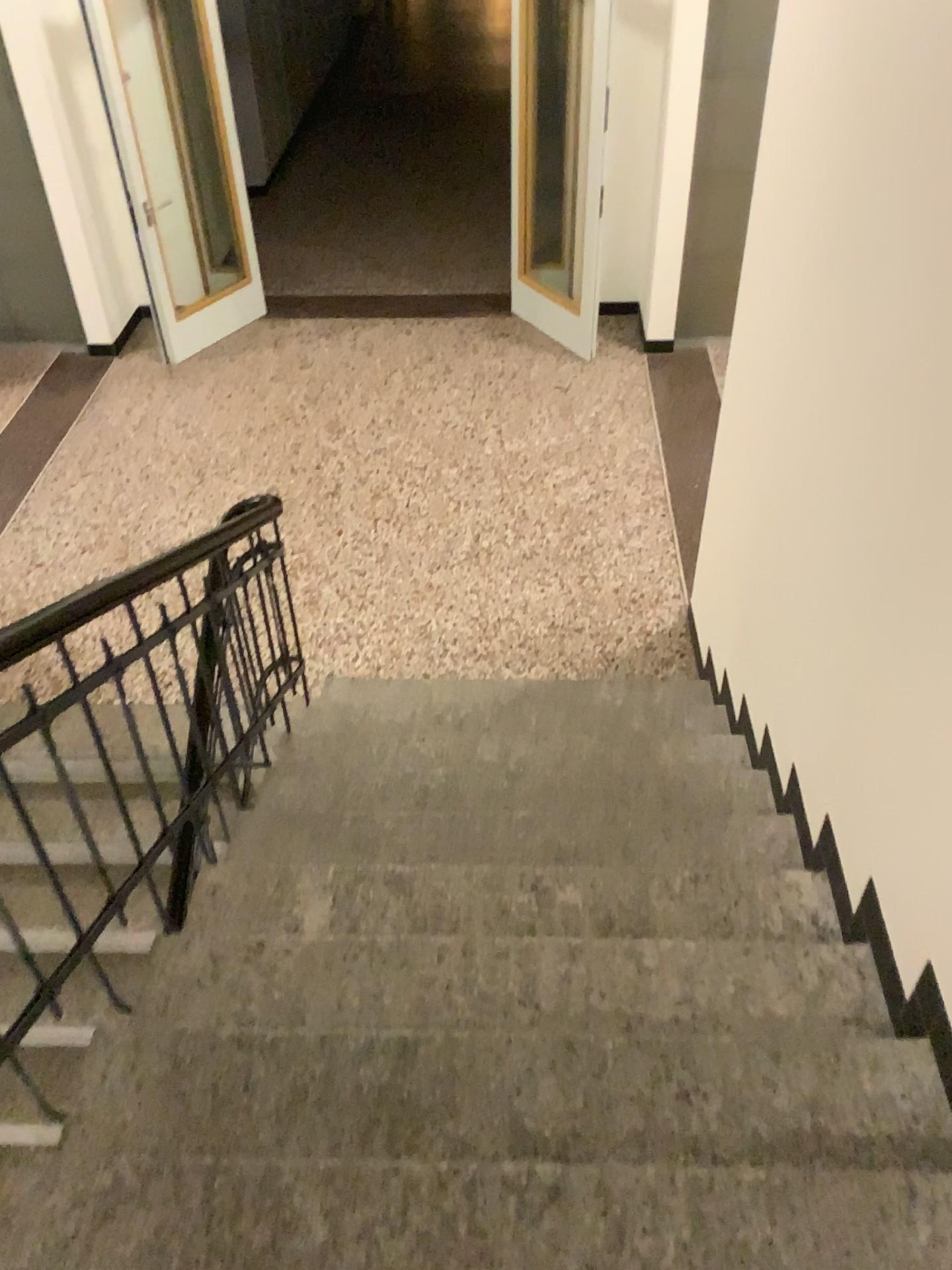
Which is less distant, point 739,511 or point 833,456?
point 833,456
